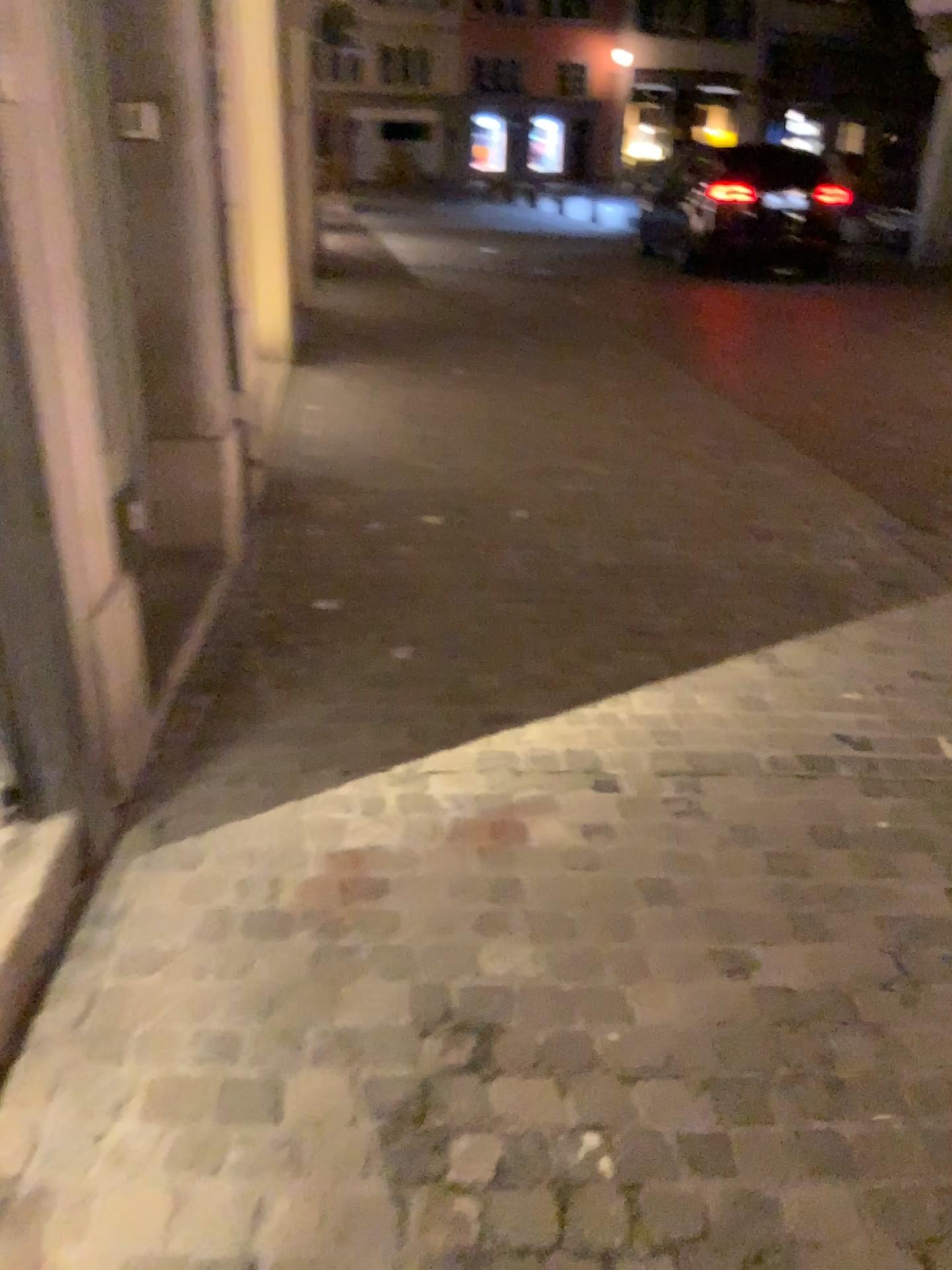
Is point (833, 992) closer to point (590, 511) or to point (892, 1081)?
Result: point (892, 1081)
